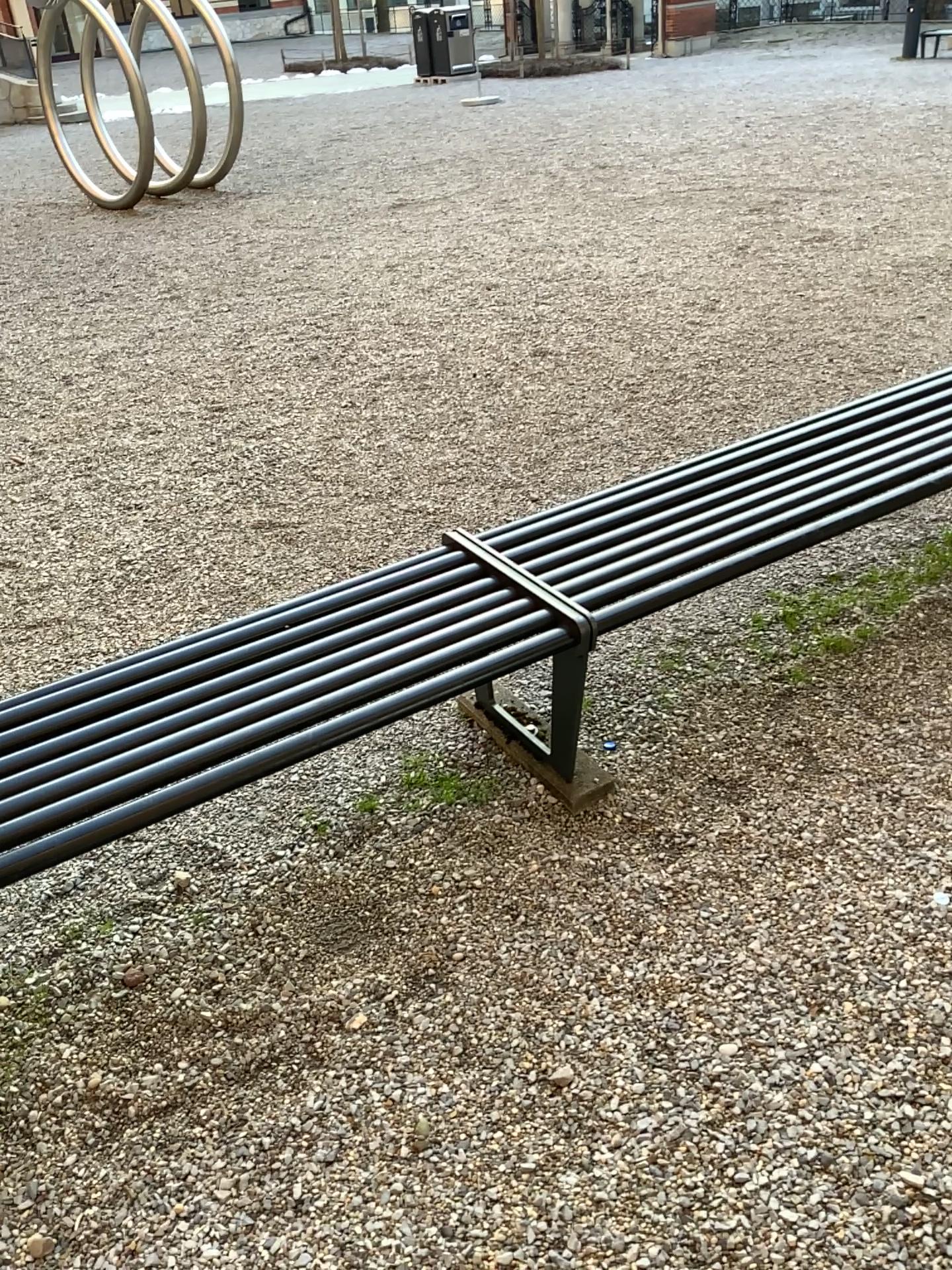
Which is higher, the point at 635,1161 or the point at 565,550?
the point at 565,550

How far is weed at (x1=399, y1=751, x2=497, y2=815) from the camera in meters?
2.4 m

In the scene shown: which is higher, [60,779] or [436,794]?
[60,779]

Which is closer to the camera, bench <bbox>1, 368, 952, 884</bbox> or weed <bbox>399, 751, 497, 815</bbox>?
bench <bbox>1, 368, 952, 884</bbox>

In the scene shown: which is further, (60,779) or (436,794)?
(436,794)

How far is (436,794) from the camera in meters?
2.4

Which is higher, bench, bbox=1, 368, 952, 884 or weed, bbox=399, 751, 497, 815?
bench, bbox=1, 368, 952, 884
